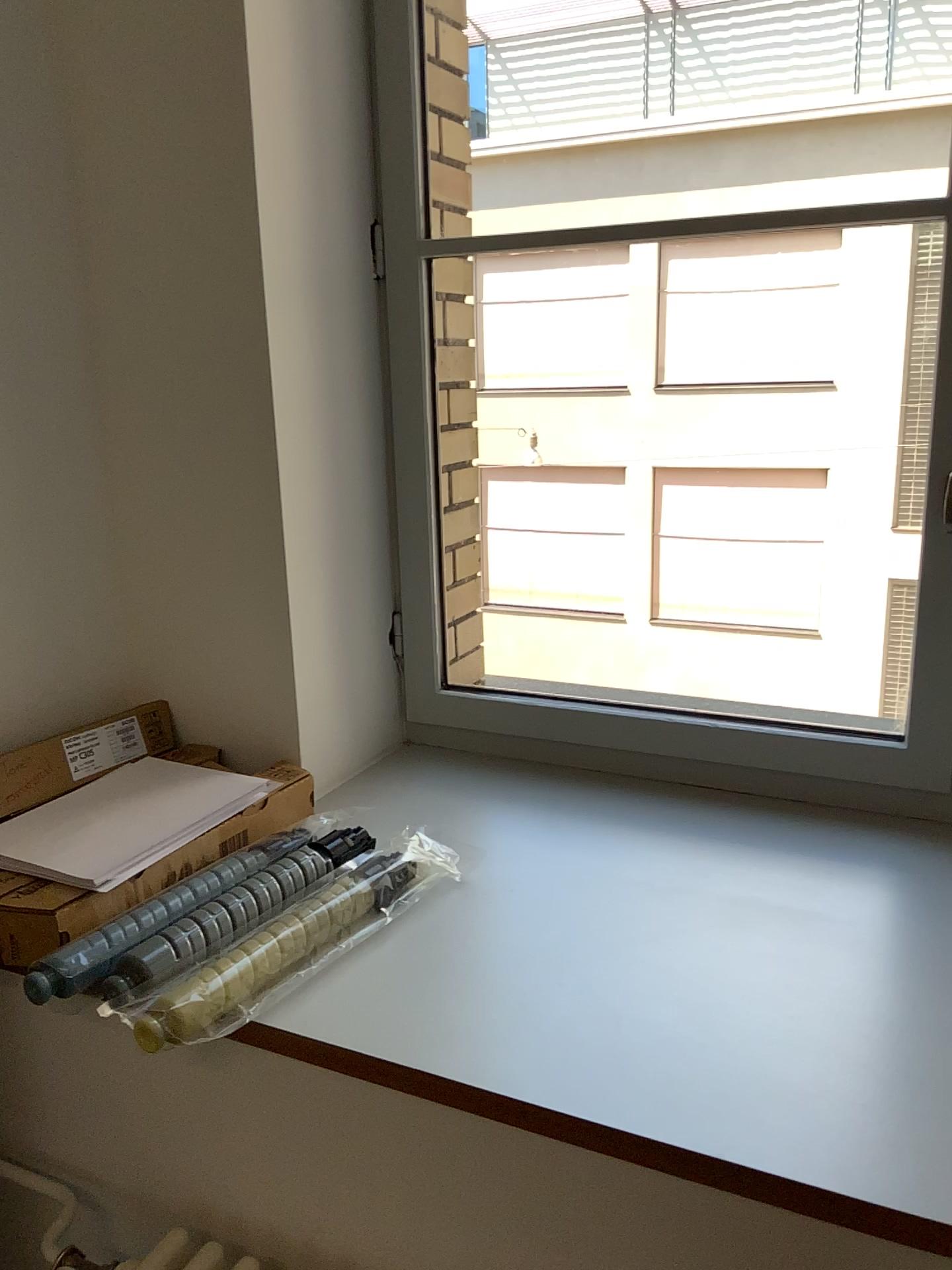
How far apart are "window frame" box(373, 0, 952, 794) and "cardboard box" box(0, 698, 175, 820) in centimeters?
40cm

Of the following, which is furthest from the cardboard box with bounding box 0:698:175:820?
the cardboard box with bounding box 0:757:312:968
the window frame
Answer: the window frame

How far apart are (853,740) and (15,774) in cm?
112

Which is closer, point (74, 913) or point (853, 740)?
point (74, 913)

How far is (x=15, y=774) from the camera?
1.3m

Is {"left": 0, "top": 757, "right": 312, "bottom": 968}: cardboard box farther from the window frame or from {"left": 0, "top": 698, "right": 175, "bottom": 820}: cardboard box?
the window frame

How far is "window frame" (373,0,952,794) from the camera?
1.5m

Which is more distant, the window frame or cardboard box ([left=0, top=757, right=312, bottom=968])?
the window frame

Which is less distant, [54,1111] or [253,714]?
[54,1111]
